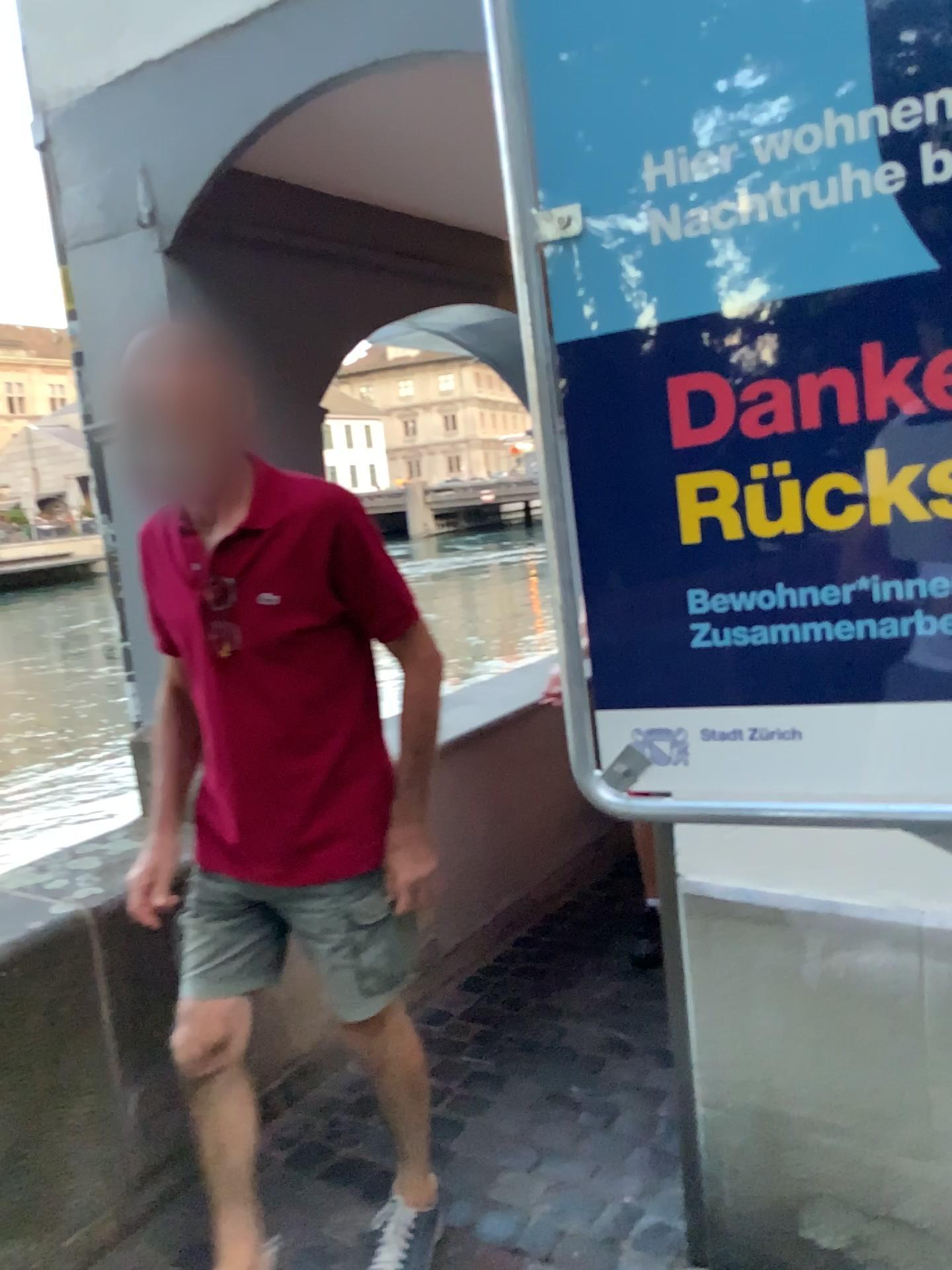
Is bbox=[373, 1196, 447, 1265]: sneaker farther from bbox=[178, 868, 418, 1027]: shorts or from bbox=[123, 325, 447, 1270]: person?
bbox=[178, 868, 418, 1027]: shorts

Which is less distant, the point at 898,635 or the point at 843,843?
the point at 898,635

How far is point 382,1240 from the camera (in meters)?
1.89

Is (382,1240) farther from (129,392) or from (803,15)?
(803,15)

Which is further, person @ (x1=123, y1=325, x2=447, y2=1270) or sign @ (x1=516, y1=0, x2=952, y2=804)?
person @ (x1=123, y1=325, x2=447, y2=1270)

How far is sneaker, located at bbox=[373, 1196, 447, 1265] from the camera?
1.9m

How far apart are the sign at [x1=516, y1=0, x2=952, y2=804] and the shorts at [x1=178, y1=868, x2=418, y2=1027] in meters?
0.7 m

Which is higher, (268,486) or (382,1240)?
(268,486)

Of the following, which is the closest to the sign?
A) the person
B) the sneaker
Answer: the person

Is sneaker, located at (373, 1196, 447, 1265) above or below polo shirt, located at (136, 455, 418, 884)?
below
